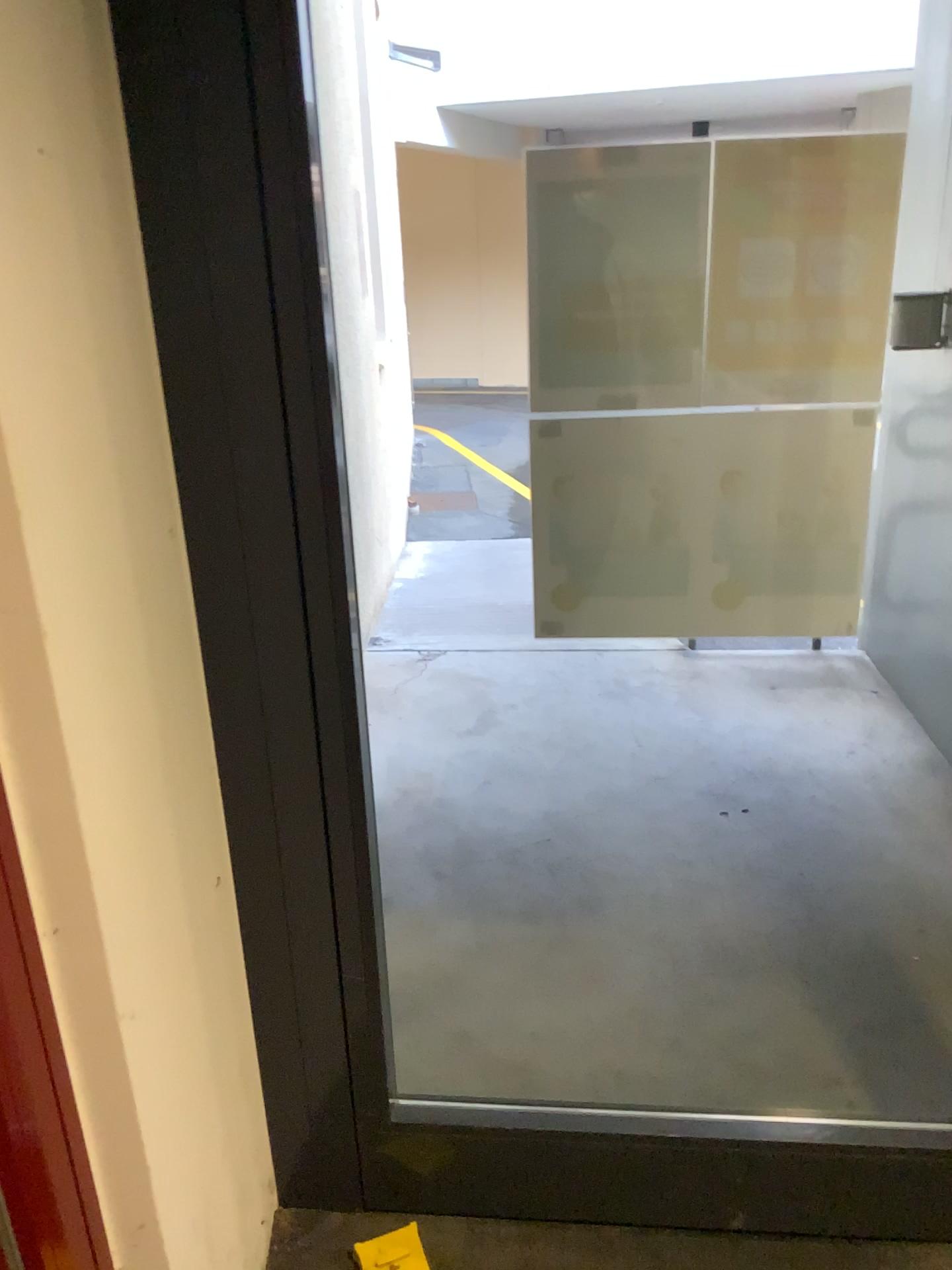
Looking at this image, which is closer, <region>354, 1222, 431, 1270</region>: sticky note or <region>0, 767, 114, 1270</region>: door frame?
<region>0, 767, 114, 1270</region>: door frame

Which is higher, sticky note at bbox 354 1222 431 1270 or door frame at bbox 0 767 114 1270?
door frame at bbox 0 767 114 1270

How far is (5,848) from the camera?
0.94m

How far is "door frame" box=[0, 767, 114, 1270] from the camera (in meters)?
0.94

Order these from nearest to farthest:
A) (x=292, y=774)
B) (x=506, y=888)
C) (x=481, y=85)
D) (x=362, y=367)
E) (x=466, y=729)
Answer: (x=292, y=774) → (x=506, y=888) → (x=481, y=85) → (x=466, y=729) → (x=362, y=367)

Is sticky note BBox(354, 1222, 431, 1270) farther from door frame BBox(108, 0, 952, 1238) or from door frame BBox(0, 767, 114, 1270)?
door frame BBox(0, 767, 114, 1270)

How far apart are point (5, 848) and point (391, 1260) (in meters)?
1.12

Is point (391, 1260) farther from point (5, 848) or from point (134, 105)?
point (134, 105)

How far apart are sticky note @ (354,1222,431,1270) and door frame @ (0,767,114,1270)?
0.73m

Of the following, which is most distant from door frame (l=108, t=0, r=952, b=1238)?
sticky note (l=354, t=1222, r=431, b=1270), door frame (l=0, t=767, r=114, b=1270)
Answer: door frame (l=0, t=767, r=114, b=1270)
